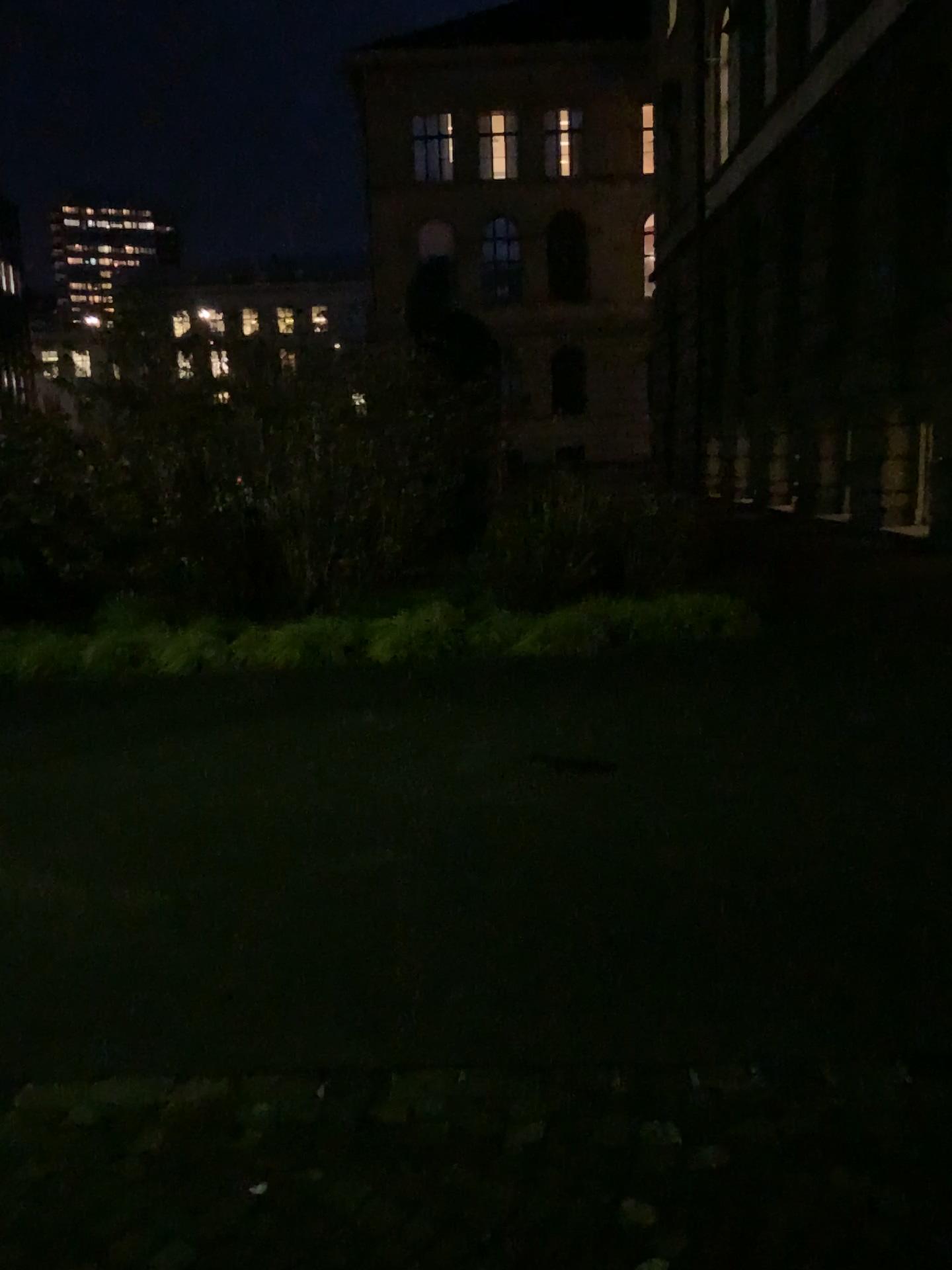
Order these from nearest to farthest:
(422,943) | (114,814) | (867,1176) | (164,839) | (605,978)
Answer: (867,1176), (605,978), (422,943), (164,839), (114,814)
